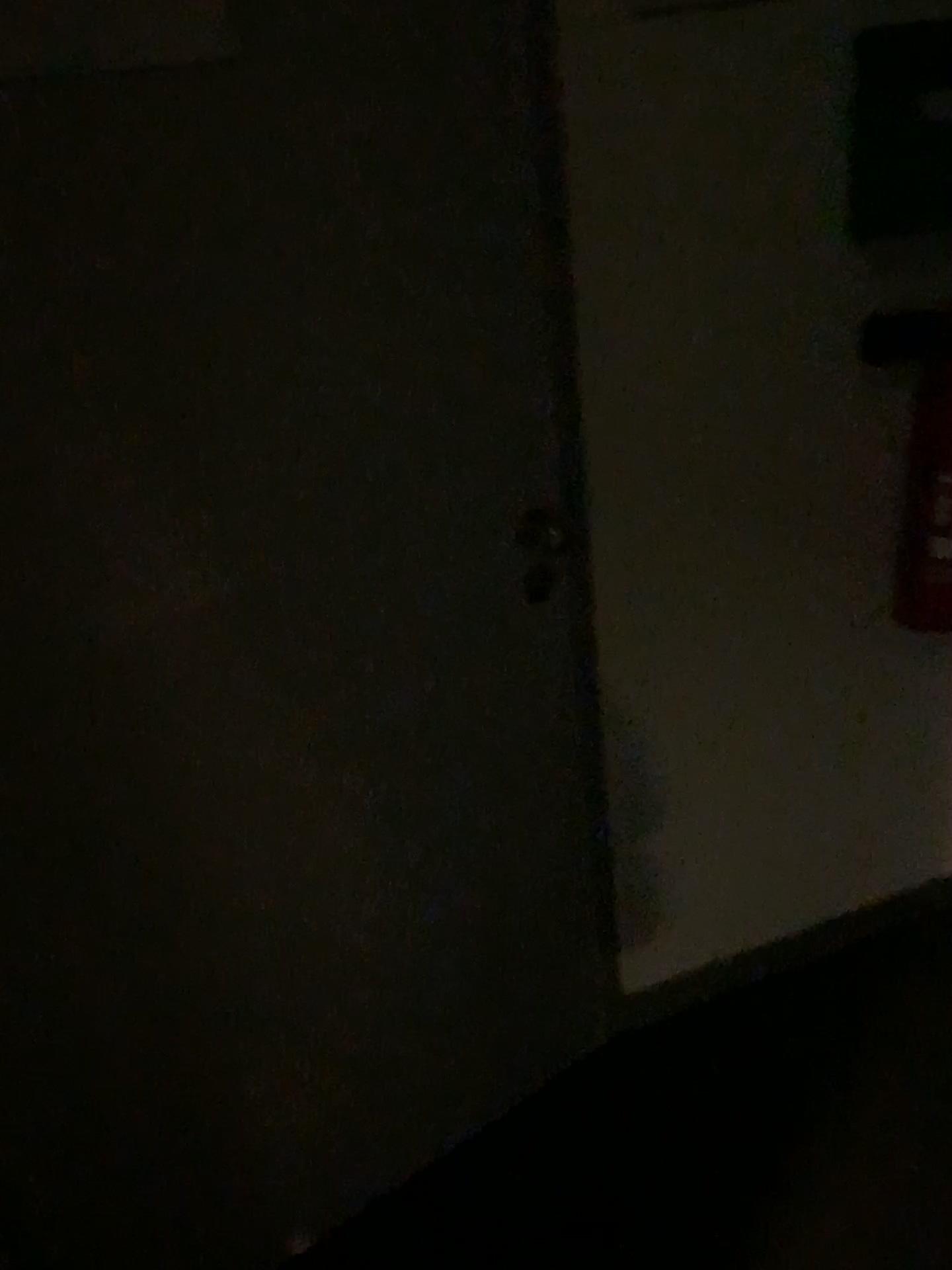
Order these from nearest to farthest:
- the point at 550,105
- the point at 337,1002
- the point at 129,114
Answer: the point at 129,114 < the point at 550,105 < the point at 337,1002

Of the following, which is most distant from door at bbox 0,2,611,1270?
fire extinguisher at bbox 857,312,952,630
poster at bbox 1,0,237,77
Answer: fire extinguisher at bbox 857,312,952,630

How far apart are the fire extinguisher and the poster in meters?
1.0

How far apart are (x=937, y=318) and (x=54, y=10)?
1.2 meters

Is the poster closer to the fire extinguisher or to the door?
the door

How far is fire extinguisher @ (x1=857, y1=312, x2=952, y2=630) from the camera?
1.5m

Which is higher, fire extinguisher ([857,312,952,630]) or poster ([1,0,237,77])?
poster ([1,0,237,77])

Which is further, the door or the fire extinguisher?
the fire extinguisher

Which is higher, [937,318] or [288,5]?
[288,5]

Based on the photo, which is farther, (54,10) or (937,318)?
(937,318)
